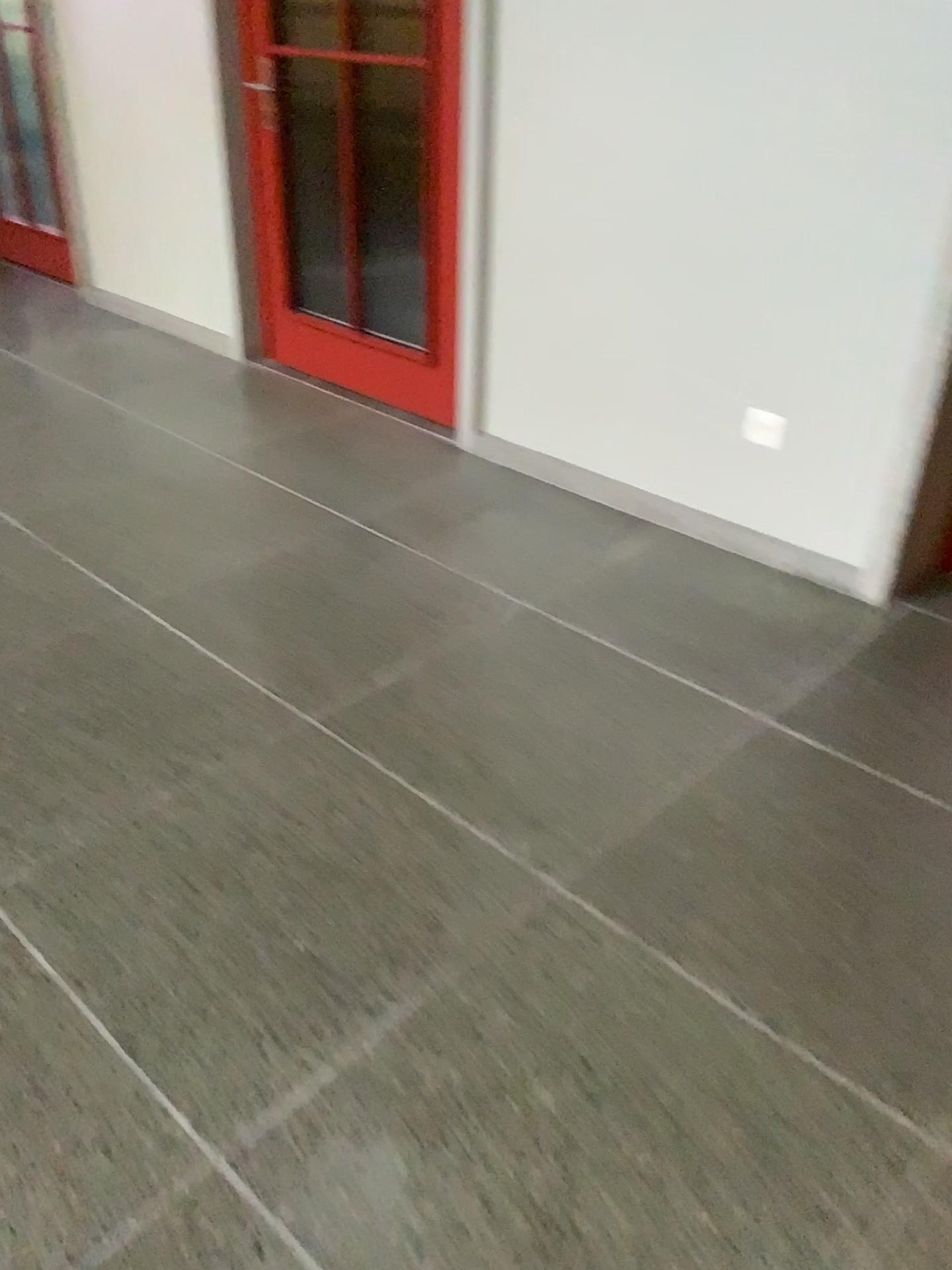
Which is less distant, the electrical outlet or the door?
the electrical outlet

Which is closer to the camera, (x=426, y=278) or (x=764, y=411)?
(x=764, y=411)

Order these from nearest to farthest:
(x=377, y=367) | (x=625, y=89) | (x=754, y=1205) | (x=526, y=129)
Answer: (x=754, y=1205) → (x=625, y=89) → (x=526, y=129) → (x=377, y=367)
